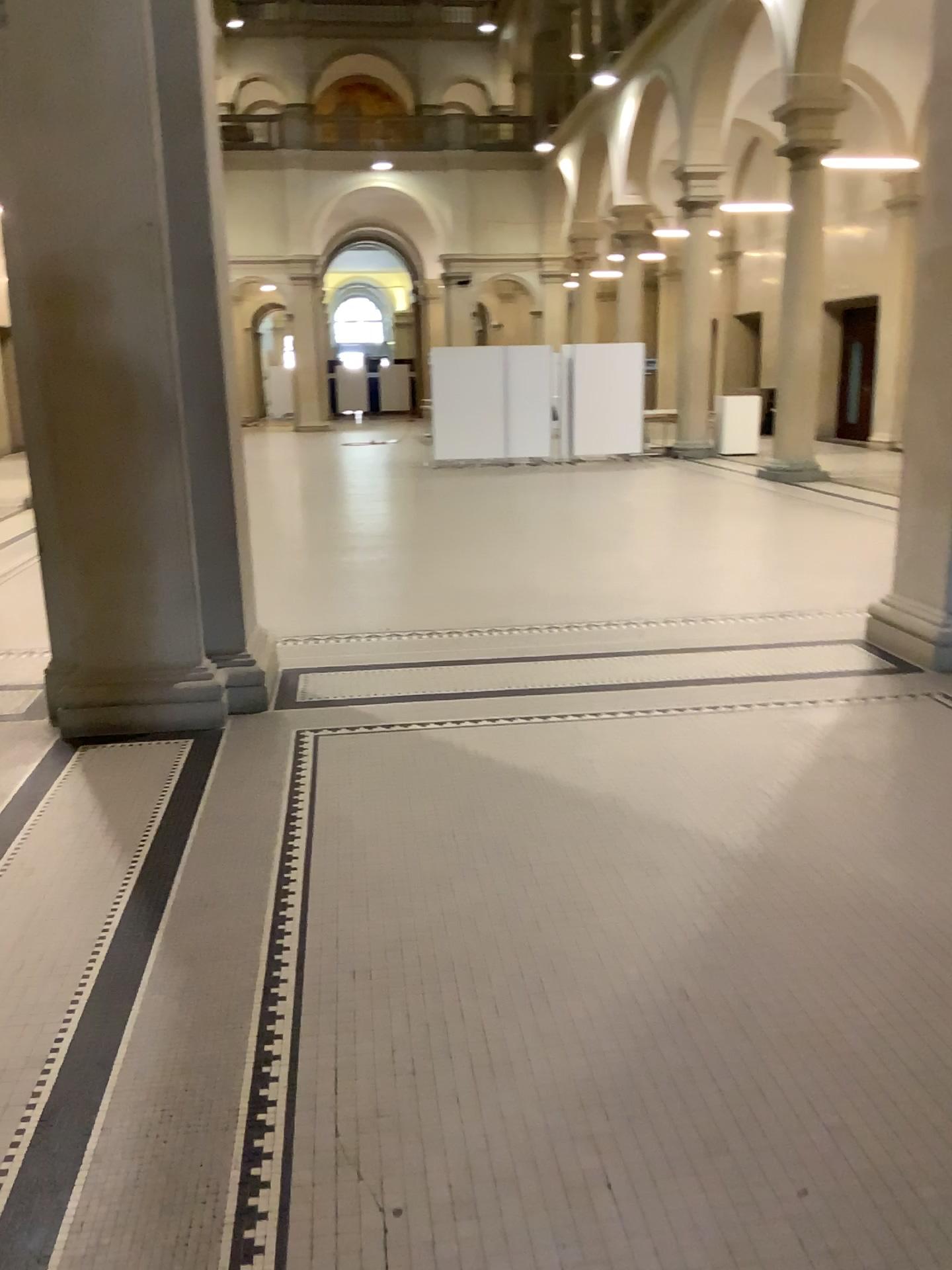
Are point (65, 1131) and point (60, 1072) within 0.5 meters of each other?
yes
